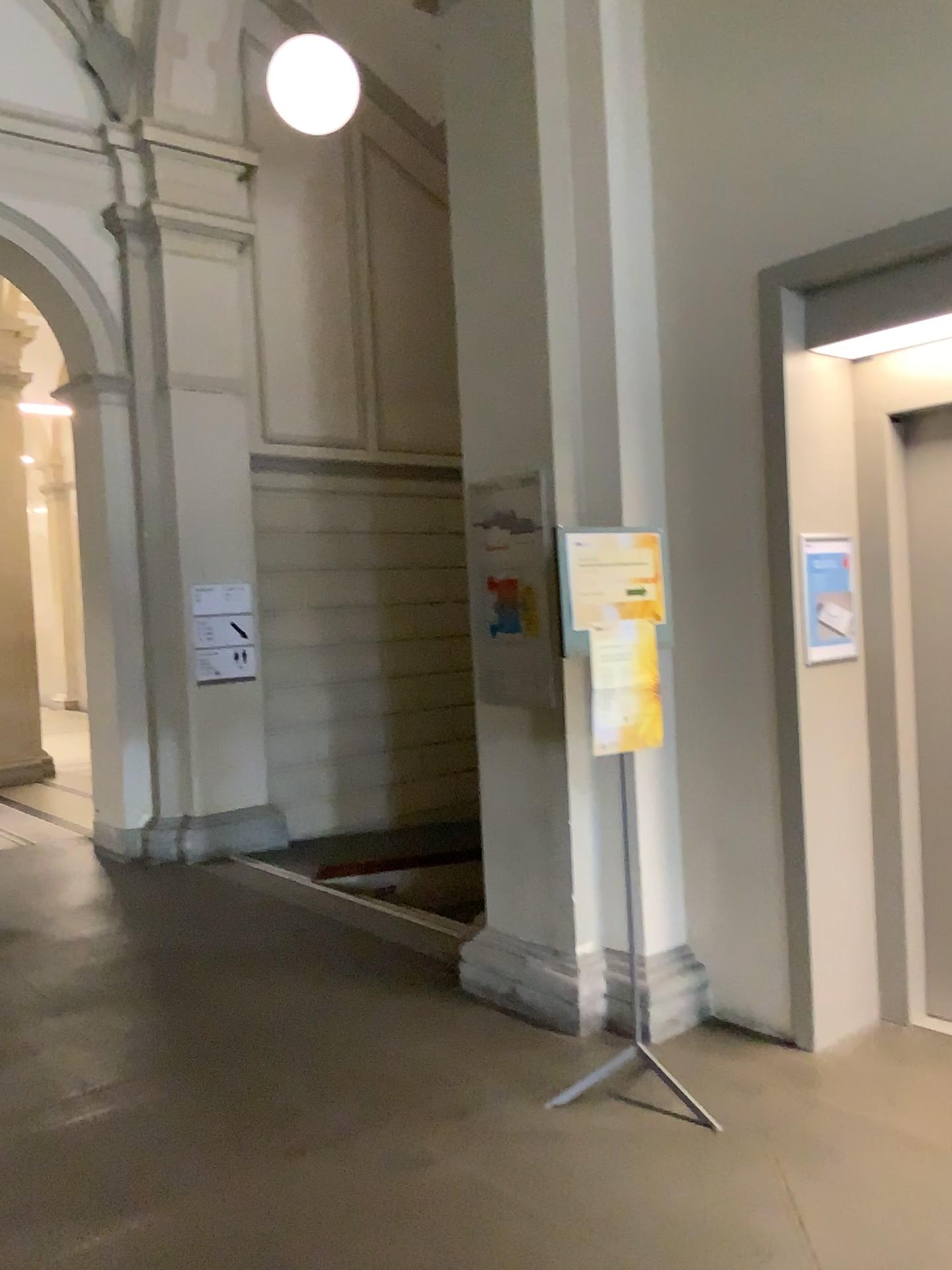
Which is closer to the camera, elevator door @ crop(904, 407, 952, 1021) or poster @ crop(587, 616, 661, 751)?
poster @ crop(587, 616, 661, 751)

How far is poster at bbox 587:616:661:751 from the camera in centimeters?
336cm

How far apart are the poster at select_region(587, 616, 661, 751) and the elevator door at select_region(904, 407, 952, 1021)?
1.1m

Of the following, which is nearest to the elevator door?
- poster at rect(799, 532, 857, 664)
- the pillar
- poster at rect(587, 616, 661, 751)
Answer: poster at rect(799, 532, 857, 664)

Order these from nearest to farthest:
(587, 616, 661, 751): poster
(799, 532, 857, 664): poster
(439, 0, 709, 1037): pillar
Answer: (587, 616, 661, 751): poster → (799, 532, 857, 664): poster → (439, 0, 709, 1037): pillar

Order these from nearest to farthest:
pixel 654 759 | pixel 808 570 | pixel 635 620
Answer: pixel 635 620, pixel 808 570, pixel 654 759

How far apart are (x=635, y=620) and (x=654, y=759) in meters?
0.8 m

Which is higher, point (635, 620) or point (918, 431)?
point (918, 431)

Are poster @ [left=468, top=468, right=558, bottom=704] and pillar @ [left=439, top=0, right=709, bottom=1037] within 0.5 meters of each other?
yes

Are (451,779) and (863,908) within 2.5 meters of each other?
no
